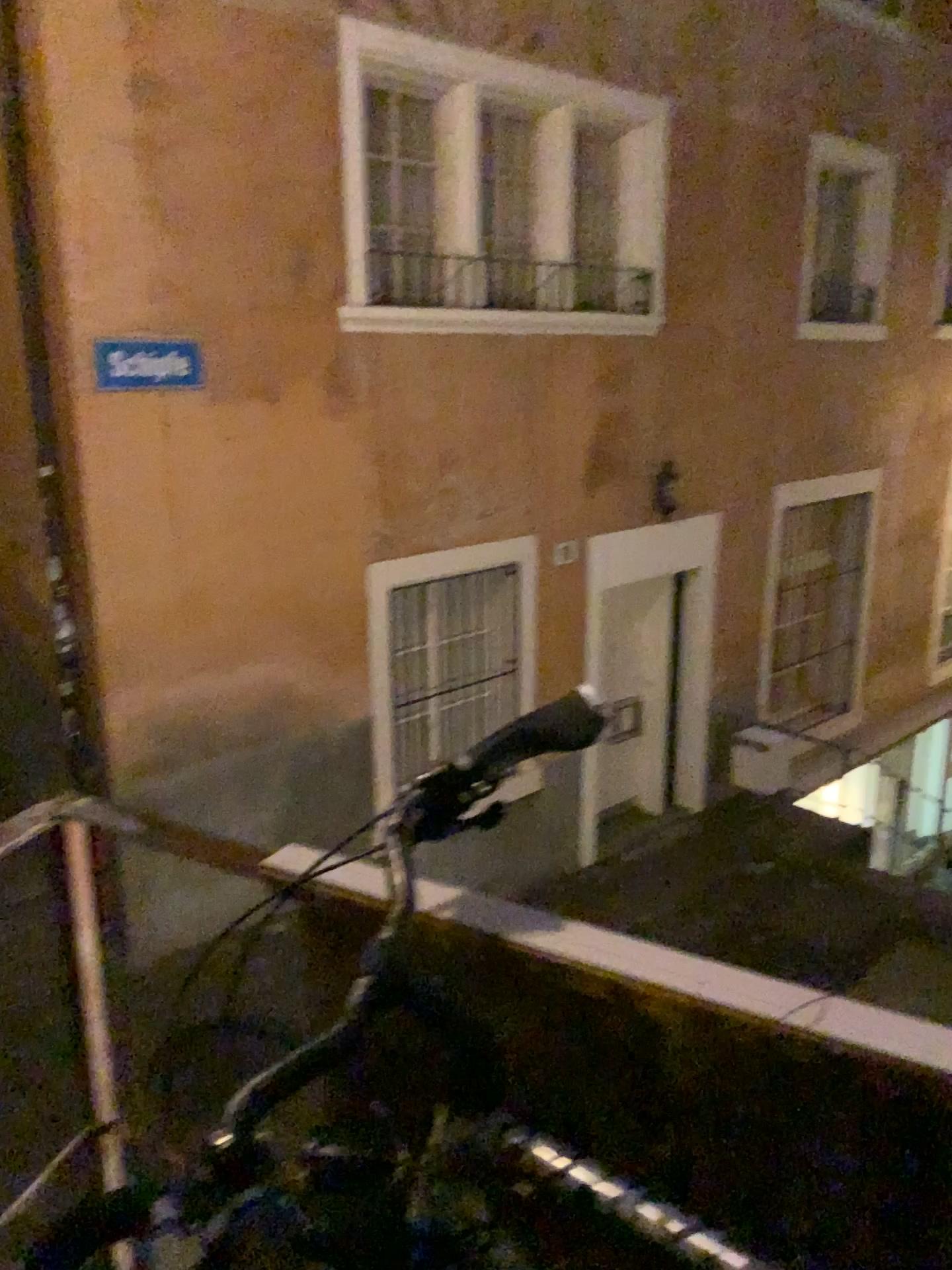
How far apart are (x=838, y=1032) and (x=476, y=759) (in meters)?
0.35

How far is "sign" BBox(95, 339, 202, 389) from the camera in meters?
4.5 m

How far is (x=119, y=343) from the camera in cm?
453
